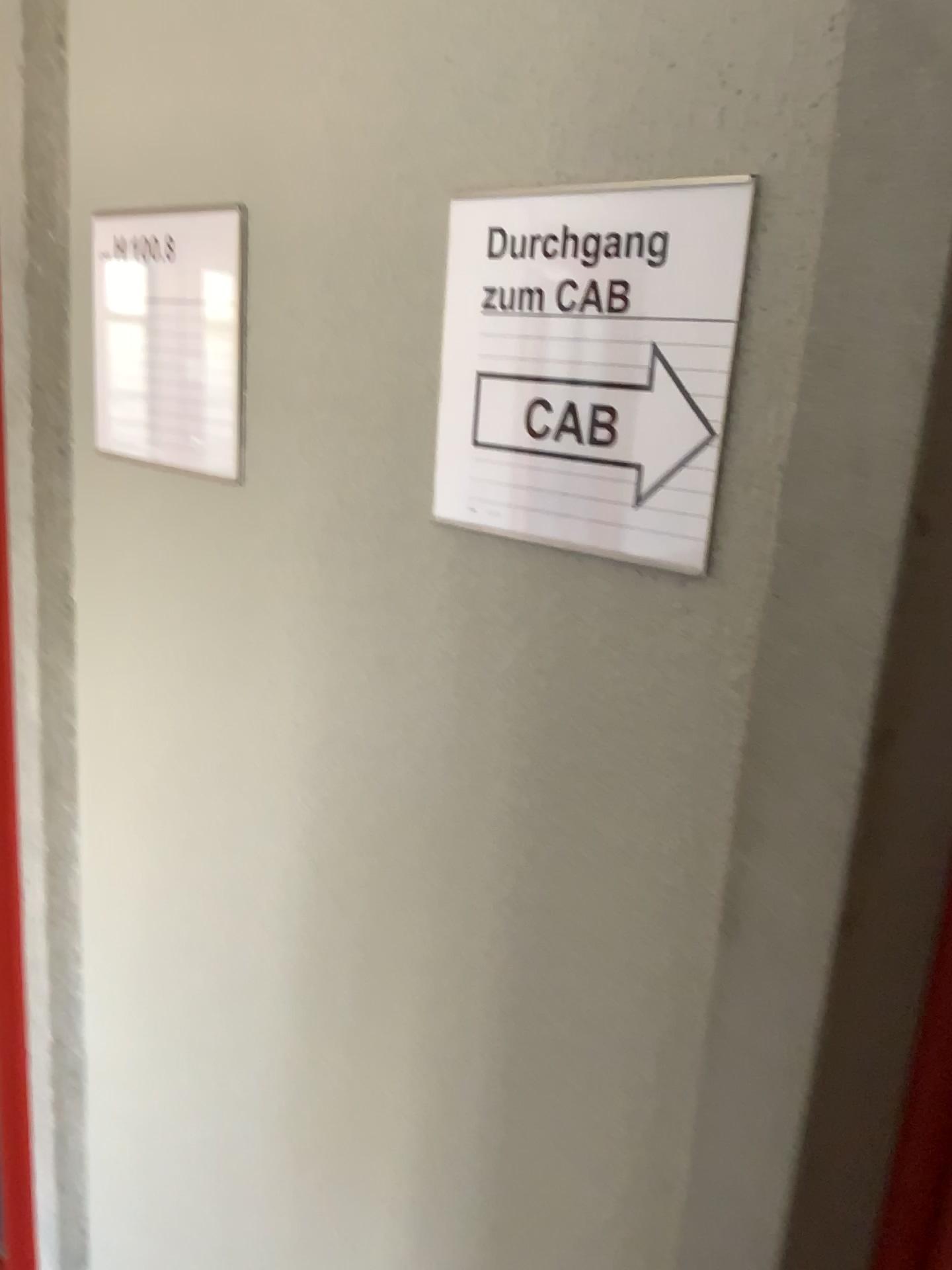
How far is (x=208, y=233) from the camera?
0.9m

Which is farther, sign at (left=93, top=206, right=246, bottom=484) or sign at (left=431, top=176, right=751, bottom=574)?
sign at (left=93, top=206, right=246, bottom=484)

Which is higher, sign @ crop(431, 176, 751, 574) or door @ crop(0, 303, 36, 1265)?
sign @ crop(431, 176, 751, 574)

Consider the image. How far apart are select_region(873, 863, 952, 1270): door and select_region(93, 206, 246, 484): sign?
0.6m

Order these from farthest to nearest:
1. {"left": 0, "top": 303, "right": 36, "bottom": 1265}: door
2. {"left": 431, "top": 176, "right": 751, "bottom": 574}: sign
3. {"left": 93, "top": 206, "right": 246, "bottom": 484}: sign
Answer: {"left": 0, "top": 303, "right": 36, "bottom": 1265}: door < {"left": 93, "top": 206, "right": 246, "bottom": 484}: sign < {"left": 431, "top": 176, "right": 751, "bottom": 574}: sign

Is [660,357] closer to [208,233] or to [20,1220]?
[208,233]

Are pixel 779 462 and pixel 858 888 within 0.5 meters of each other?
yes

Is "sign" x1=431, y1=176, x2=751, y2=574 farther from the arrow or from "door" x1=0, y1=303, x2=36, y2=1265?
"door" x1=0, y1=303, x2=36, y2=1265

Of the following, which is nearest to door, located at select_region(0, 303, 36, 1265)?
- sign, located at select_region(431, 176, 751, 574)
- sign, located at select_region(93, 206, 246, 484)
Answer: sign, located at select_region(93, 206, 246, 484)

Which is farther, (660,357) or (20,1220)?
(20,1220)
